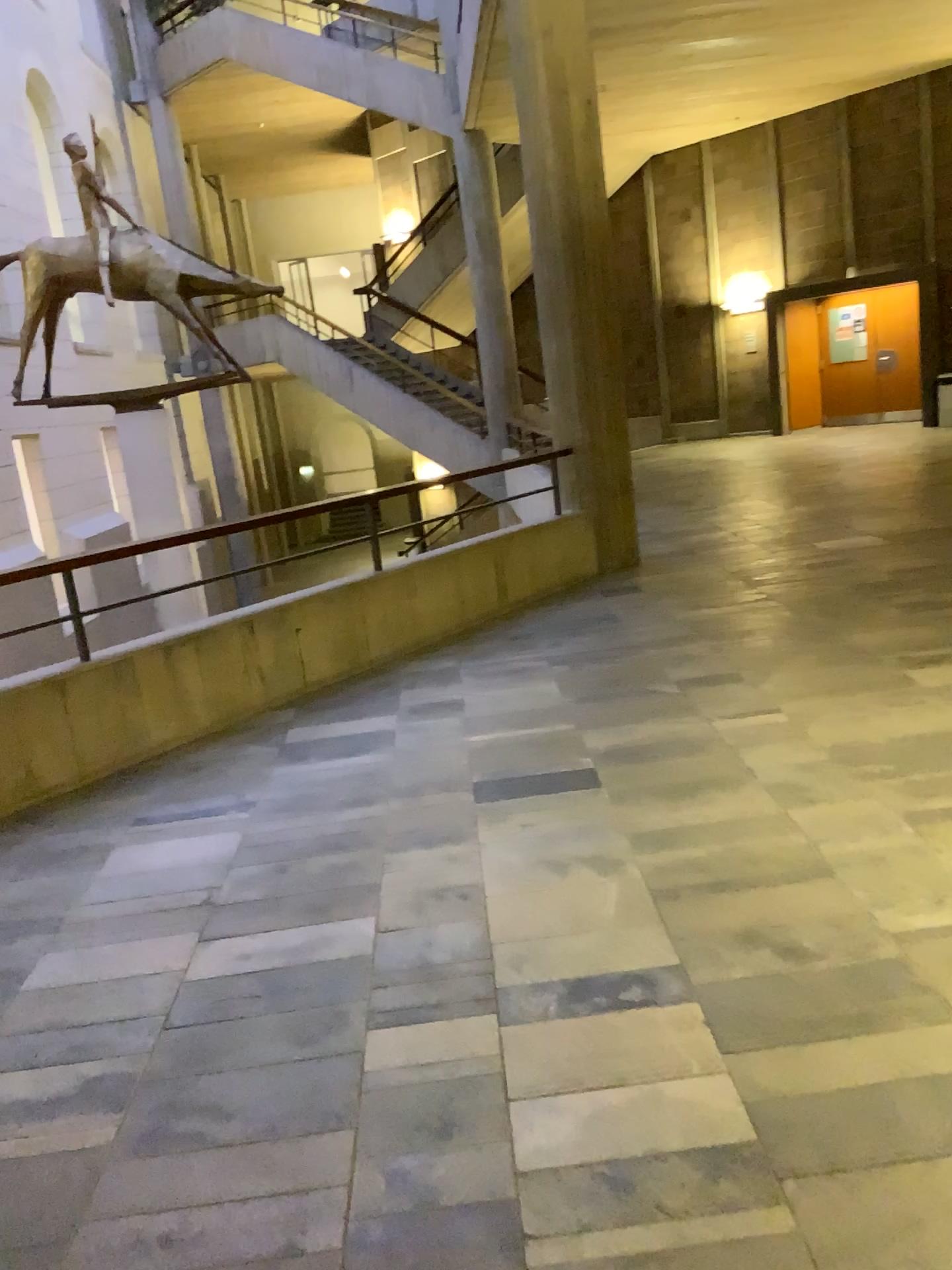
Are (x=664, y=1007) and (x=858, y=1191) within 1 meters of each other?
yes
